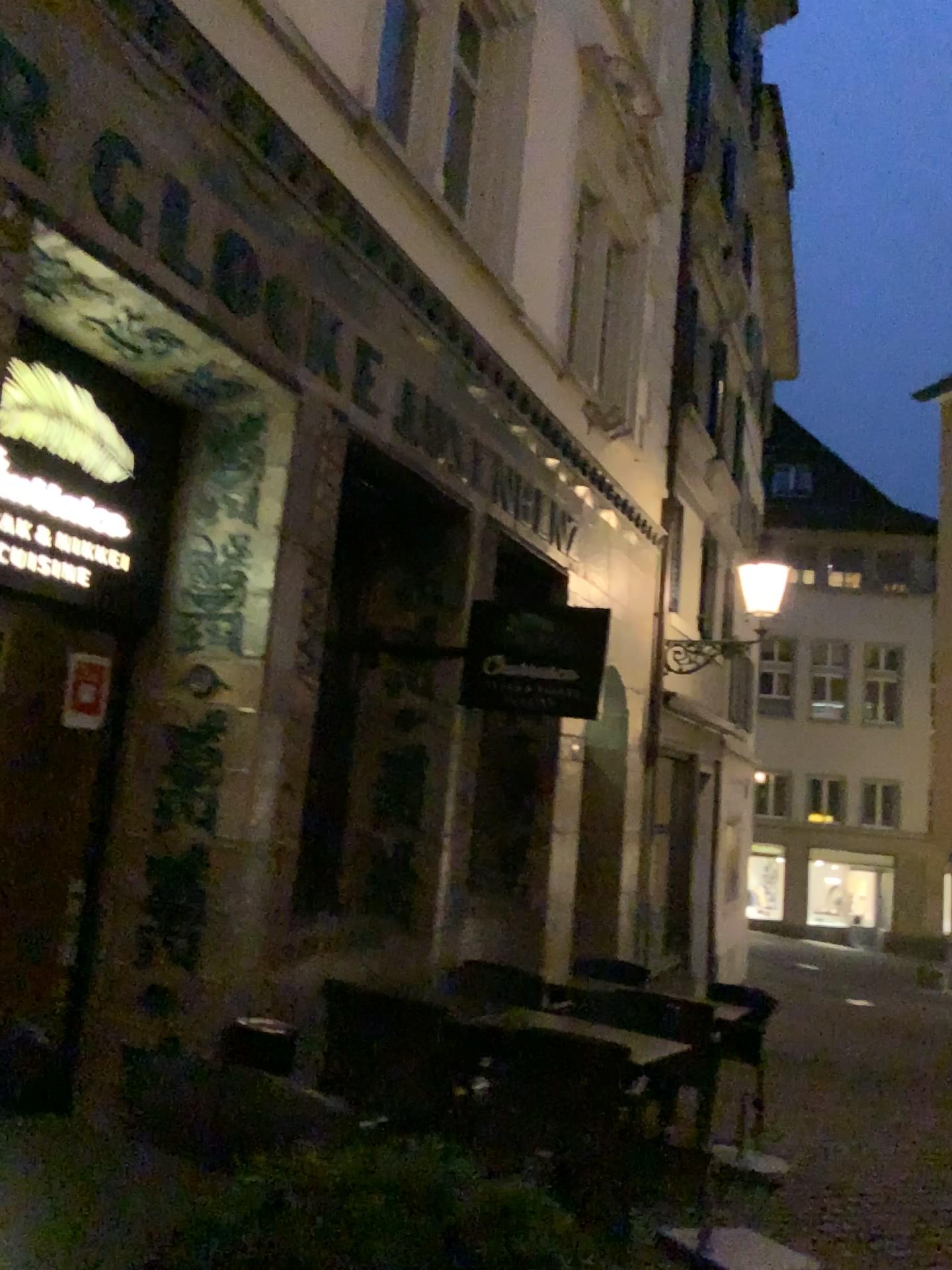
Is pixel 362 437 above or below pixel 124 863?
above

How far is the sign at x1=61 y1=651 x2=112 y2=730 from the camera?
4.39m

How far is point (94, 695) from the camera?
4.4m
